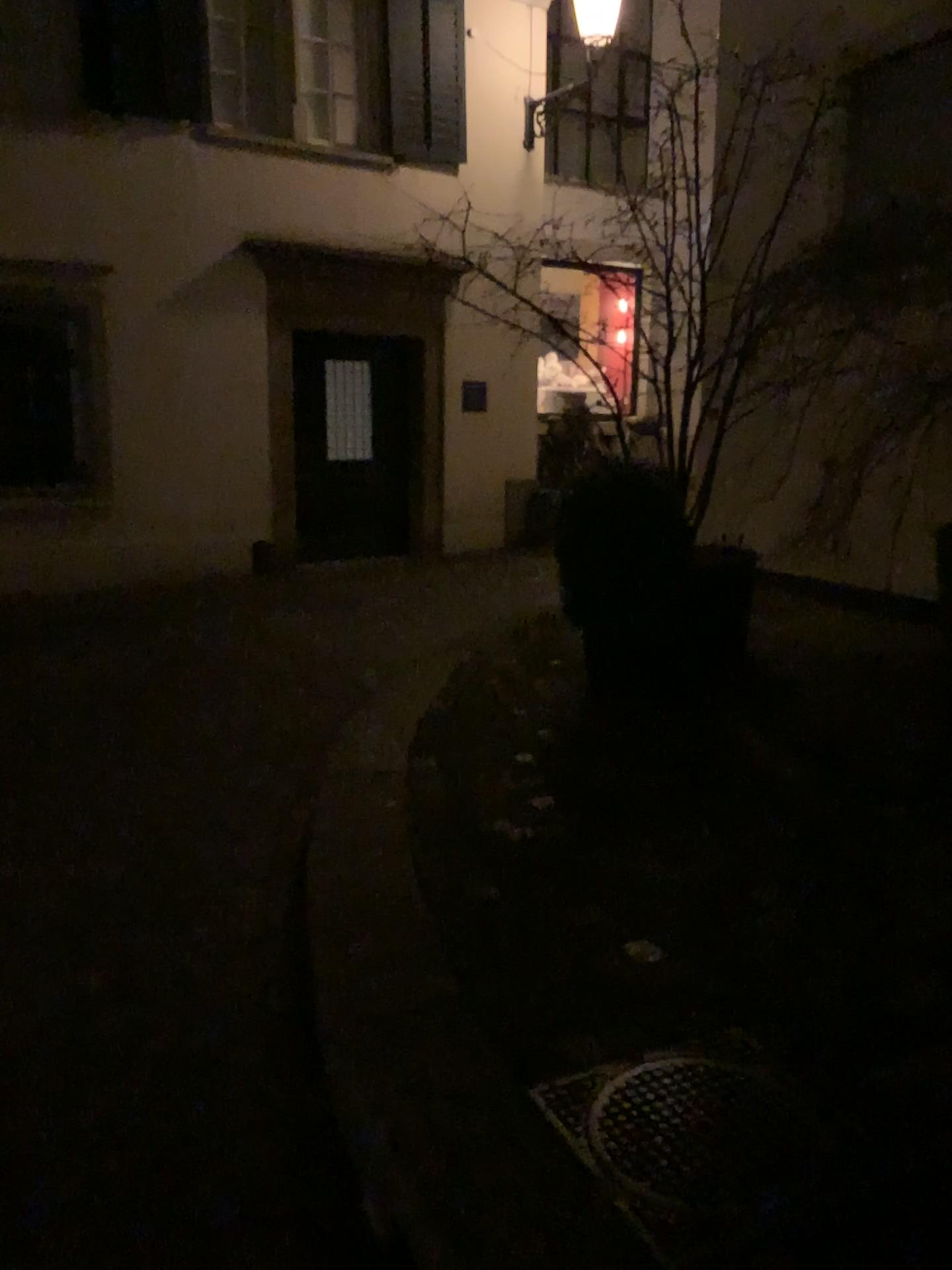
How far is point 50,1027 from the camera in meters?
2.4 m

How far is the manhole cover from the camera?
1.7 meters

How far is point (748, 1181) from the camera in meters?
1.7
